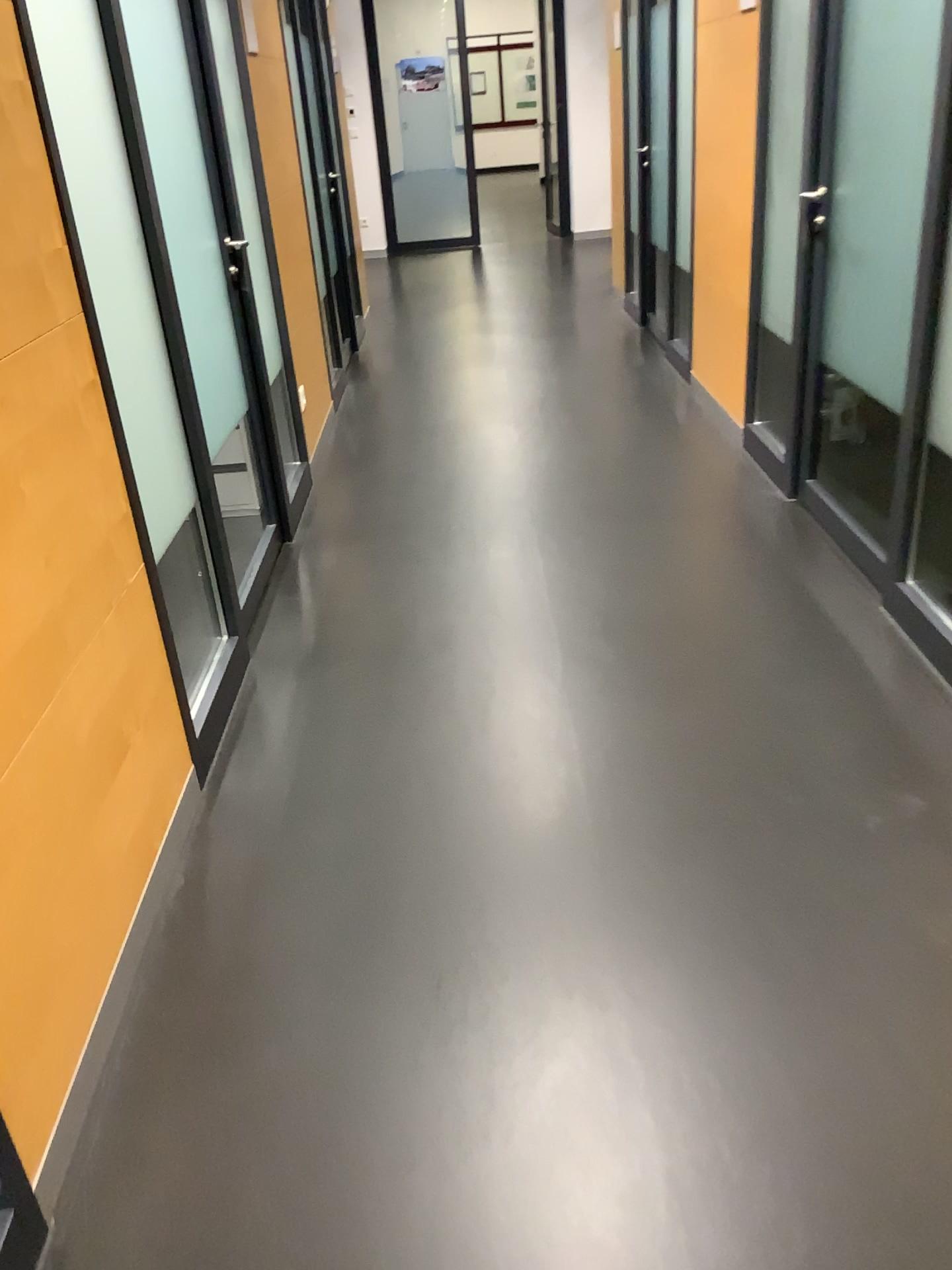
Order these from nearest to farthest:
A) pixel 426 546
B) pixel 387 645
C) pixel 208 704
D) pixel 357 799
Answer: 1. pixel 357 799
2. pixel 208 704
3. pixel 387 645
4. pixel 426 546

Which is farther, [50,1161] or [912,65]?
[912,65]

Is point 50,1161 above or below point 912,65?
below

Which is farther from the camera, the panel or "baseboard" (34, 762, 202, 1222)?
the panel
